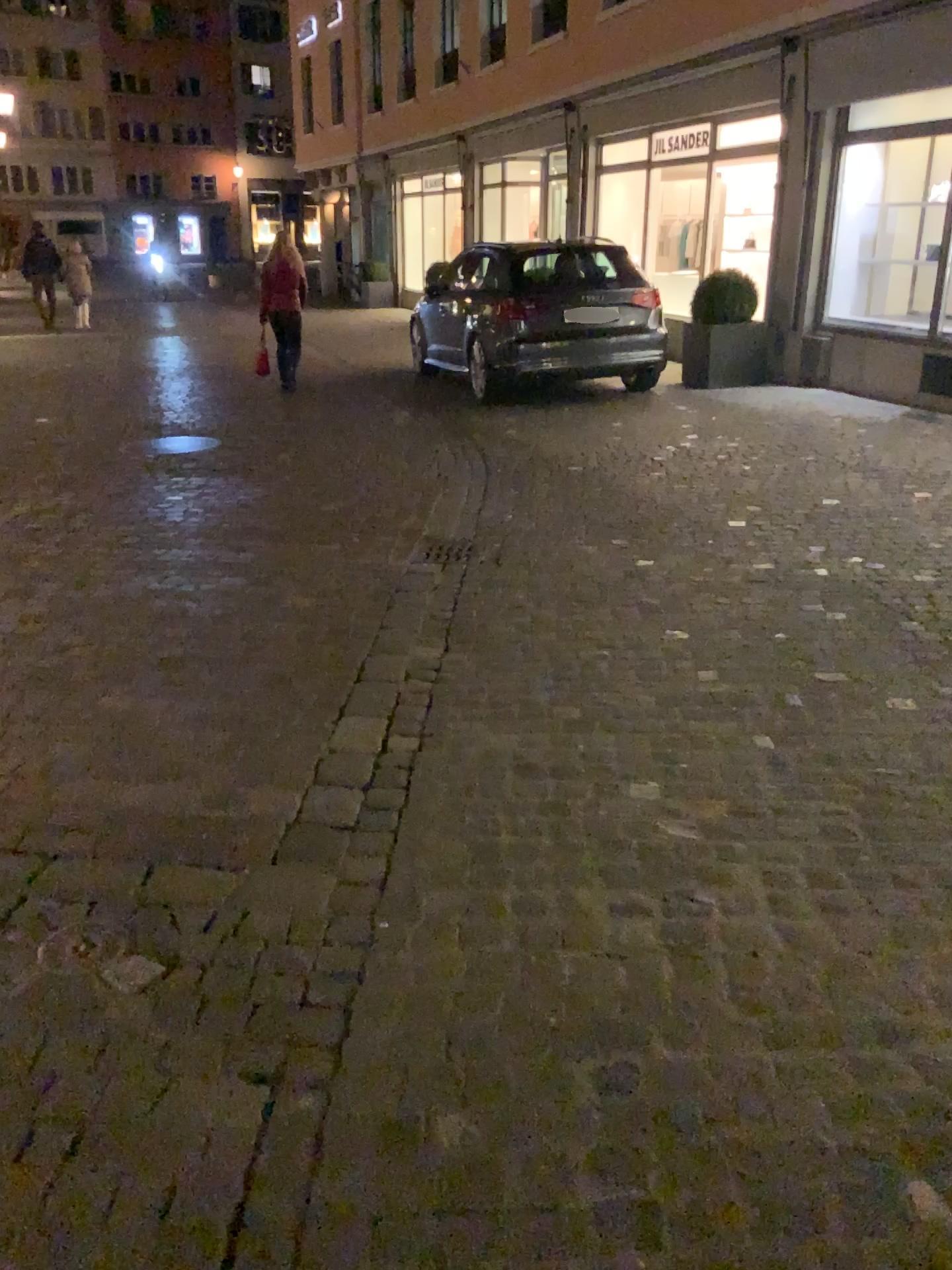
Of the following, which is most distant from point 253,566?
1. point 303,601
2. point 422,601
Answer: point 422,601
